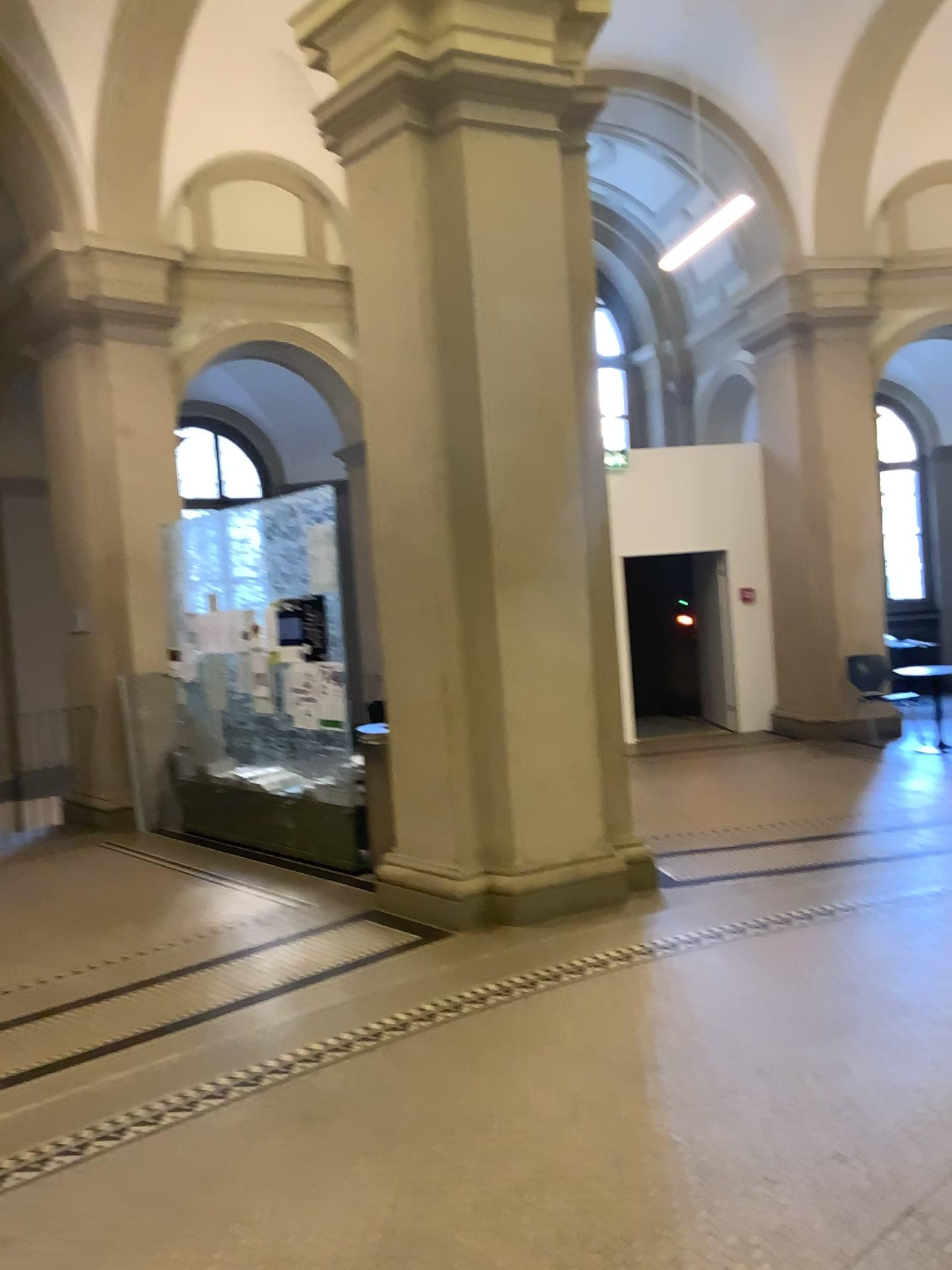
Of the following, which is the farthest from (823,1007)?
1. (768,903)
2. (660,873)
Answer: (660,873)
